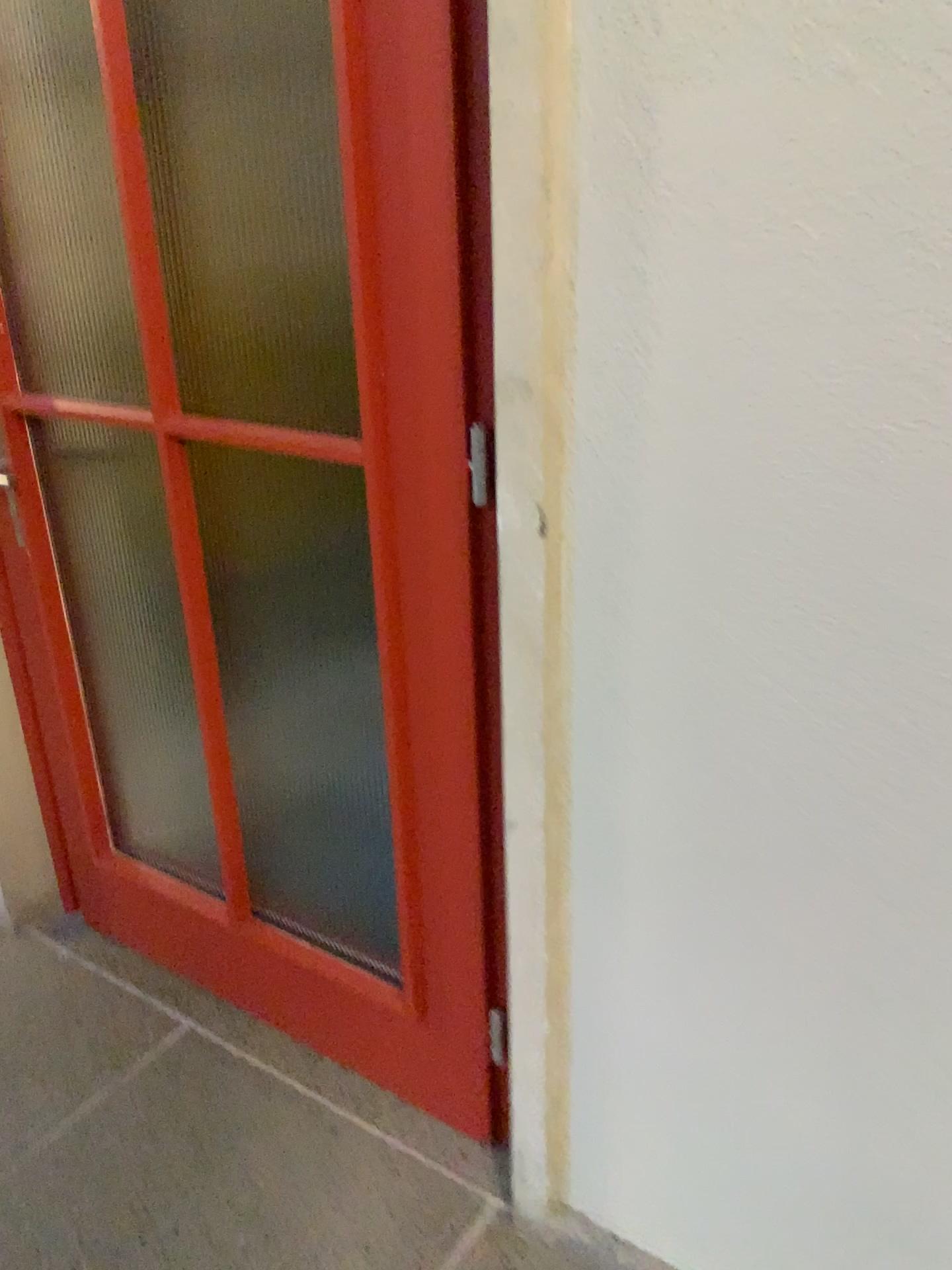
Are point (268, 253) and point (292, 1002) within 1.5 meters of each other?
no

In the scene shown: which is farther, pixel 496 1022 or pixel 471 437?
pixel 496 1022

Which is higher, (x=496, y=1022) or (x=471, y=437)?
(x=471, y=437)

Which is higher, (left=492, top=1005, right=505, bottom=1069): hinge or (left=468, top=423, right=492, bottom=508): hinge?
(left=468, top=423, right=492, bottom=508): hinge

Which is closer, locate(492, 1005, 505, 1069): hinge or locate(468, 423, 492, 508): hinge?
locate(468, 423, 492, 508): hinge
